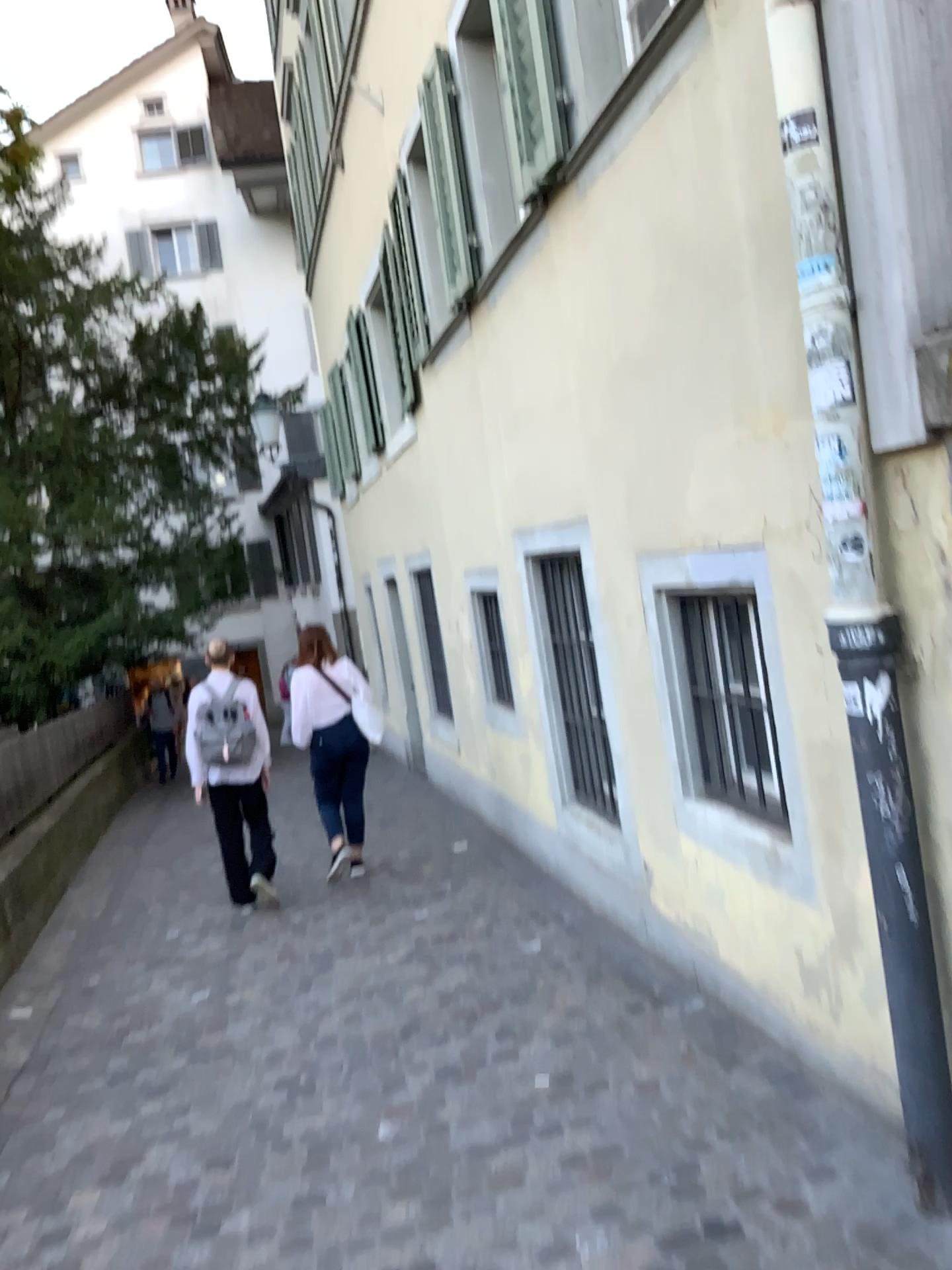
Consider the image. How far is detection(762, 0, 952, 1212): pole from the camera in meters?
2.3 m

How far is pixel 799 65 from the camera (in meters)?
2.27

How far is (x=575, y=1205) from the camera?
2.65m
